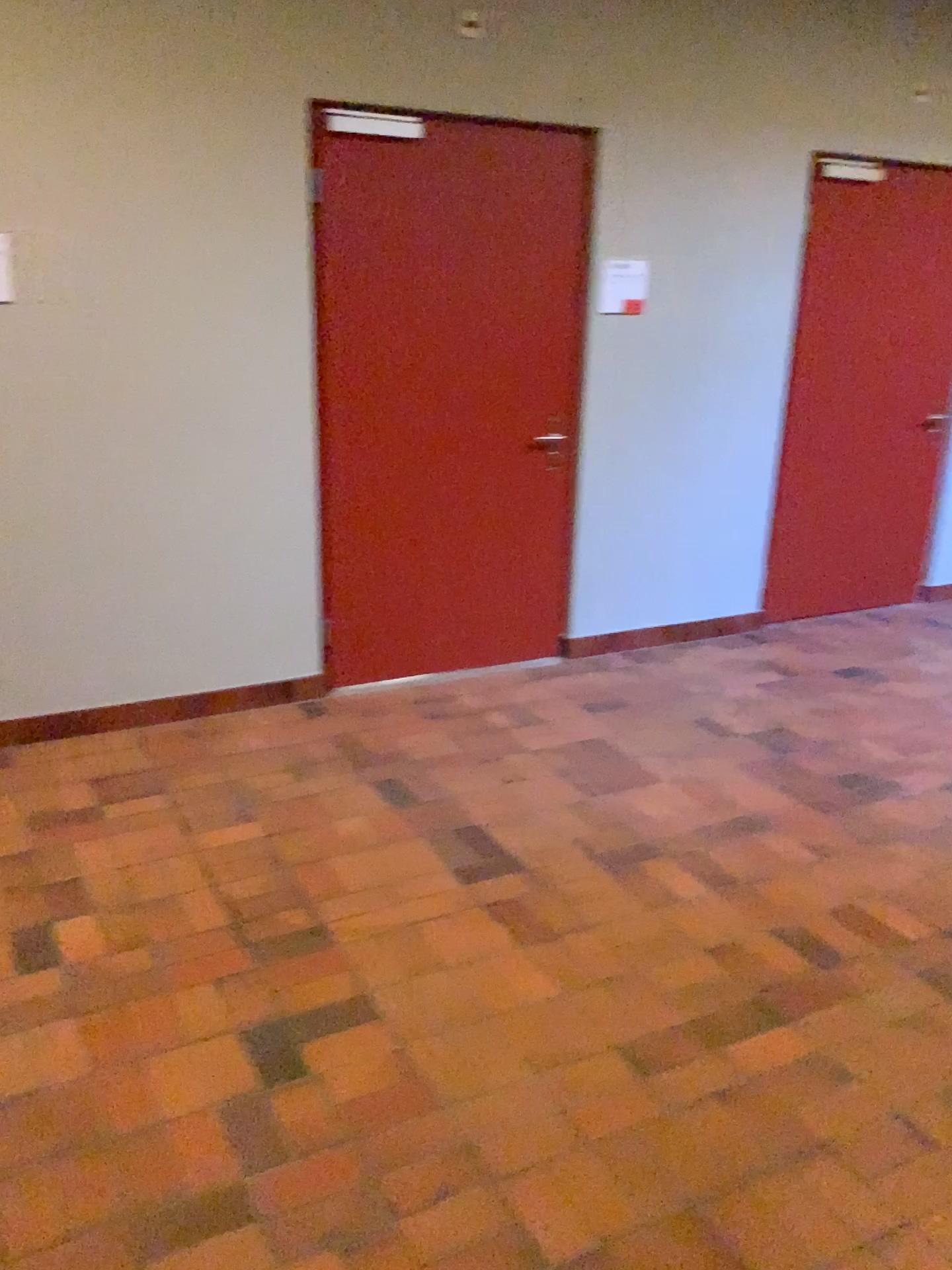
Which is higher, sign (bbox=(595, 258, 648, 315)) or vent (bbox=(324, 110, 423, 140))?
vent (bbox=(324, 110, 423, 140))

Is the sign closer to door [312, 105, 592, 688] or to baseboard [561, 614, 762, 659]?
door [312, 105, 592, 688]

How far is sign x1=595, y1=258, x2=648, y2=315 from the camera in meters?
4.4 m

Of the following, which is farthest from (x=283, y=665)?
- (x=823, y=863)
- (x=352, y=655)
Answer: (x=823, y=863)

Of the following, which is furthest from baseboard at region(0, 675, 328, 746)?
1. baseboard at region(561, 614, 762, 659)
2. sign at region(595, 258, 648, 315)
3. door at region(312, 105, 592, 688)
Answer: sign at region(595, 258, 648, 315)

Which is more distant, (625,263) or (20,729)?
(625,263)

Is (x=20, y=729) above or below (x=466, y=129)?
below

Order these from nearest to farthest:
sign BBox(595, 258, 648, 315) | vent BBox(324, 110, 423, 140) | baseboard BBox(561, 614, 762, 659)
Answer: vent BBox(324, 110, 423, 140), sign BBox(595, 258, 648, 315), baseboard BBox(561, 614, 762, 659)

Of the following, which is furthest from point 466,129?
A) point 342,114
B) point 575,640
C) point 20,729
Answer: point 20,729

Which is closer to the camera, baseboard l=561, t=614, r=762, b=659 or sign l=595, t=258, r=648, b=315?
sign l=595, t=258, r=648, b=315
